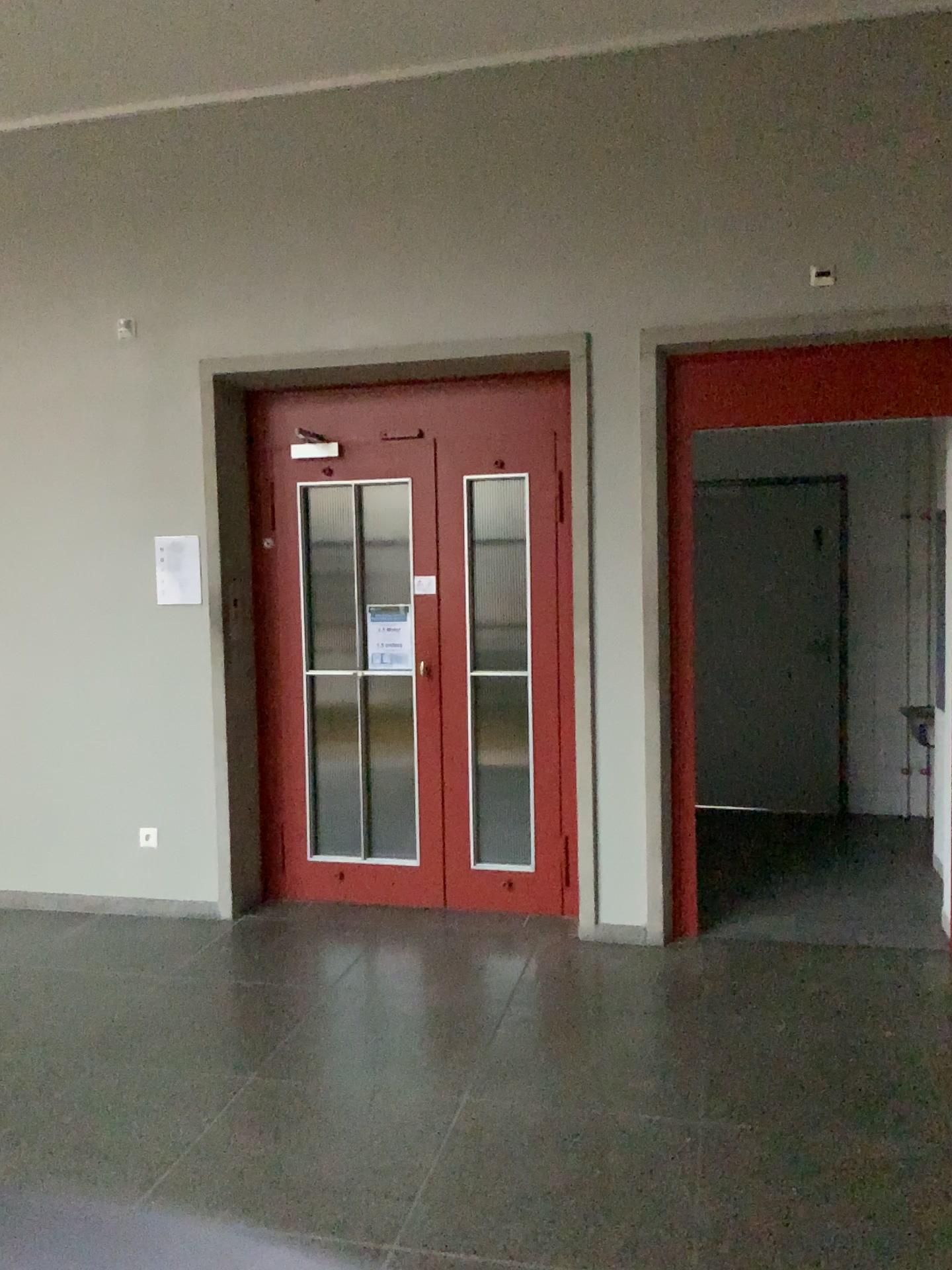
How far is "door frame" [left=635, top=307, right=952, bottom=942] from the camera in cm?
396

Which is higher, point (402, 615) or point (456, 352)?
point (456, 352)

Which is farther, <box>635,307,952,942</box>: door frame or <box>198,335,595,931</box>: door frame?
<box>198,335,595,931</box>: door frame

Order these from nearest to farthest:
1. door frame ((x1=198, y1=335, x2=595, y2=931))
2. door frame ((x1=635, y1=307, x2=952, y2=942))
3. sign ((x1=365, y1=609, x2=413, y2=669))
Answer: door frame ((x1=635, y1=307, x2=952, y2=942)) < door frame ((x1=198, y1=335, x2=595, y2=931)) < sign ((x1=365, y1=609, x2=413, y2=669))

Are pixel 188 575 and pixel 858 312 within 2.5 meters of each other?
no

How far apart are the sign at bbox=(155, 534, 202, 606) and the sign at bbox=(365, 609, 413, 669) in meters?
0.8

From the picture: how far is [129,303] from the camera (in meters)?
4.66

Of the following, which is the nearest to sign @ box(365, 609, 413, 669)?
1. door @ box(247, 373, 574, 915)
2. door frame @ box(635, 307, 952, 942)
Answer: door @ box(247, 373, 574, 915)

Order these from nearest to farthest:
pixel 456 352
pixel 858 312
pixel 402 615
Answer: pixel 858 312 → pixel 456 352 → pixel 402 615

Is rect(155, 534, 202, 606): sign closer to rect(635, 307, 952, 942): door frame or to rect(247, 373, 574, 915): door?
rect(247, 373, 574, 915): door
